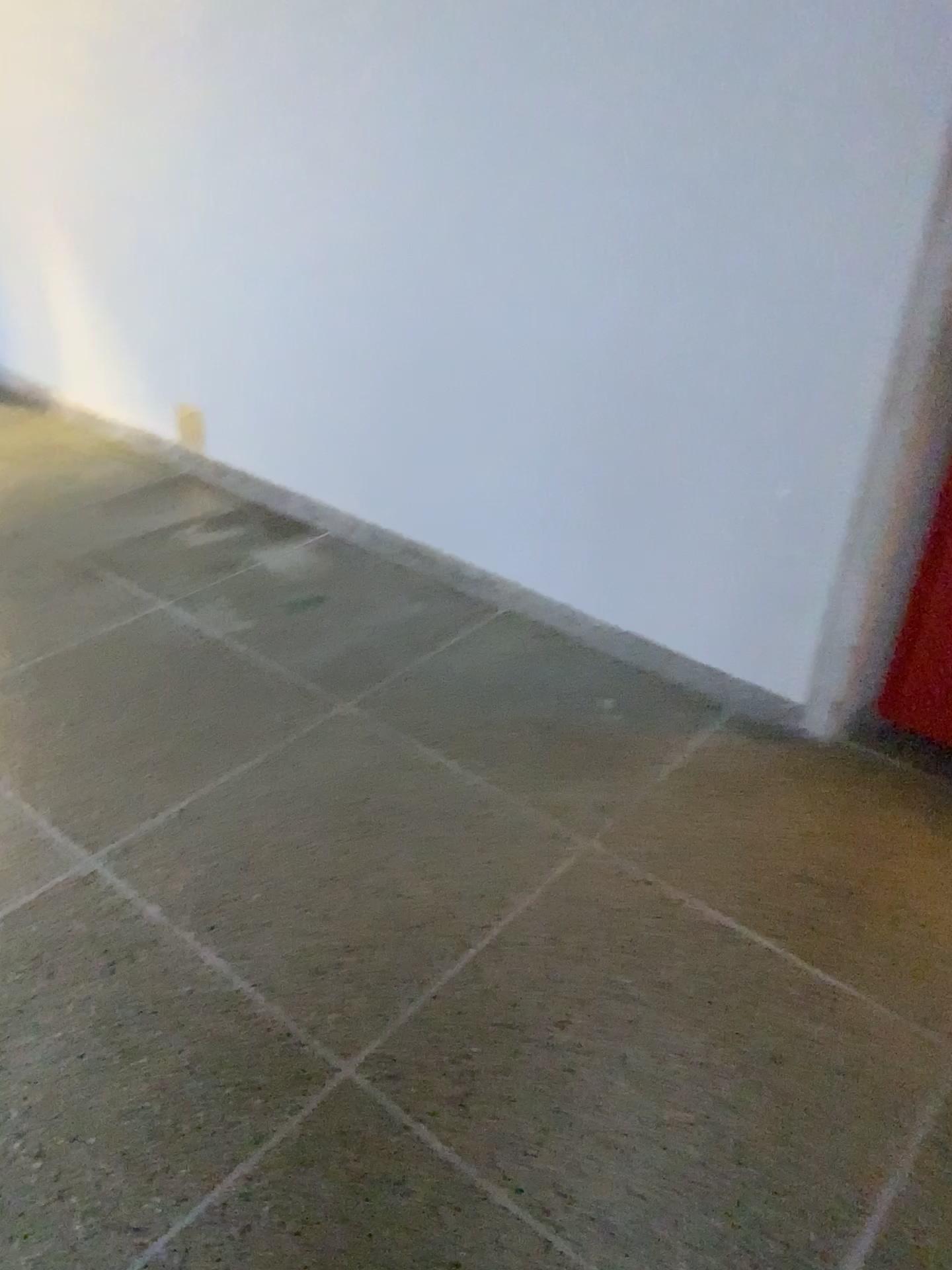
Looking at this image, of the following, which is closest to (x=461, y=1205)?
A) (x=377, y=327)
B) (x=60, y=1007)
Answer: (x=60, y=1007)

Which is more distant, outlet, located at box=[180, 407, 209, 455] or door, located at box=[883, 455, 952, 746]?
outlet, located at box=[180, 407, 209, 455]

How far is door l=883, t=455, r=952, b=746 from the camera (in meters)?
2.31

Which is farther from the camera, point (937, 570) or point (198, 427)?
point (198, 427)

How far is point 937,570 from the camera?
2.3 meters
